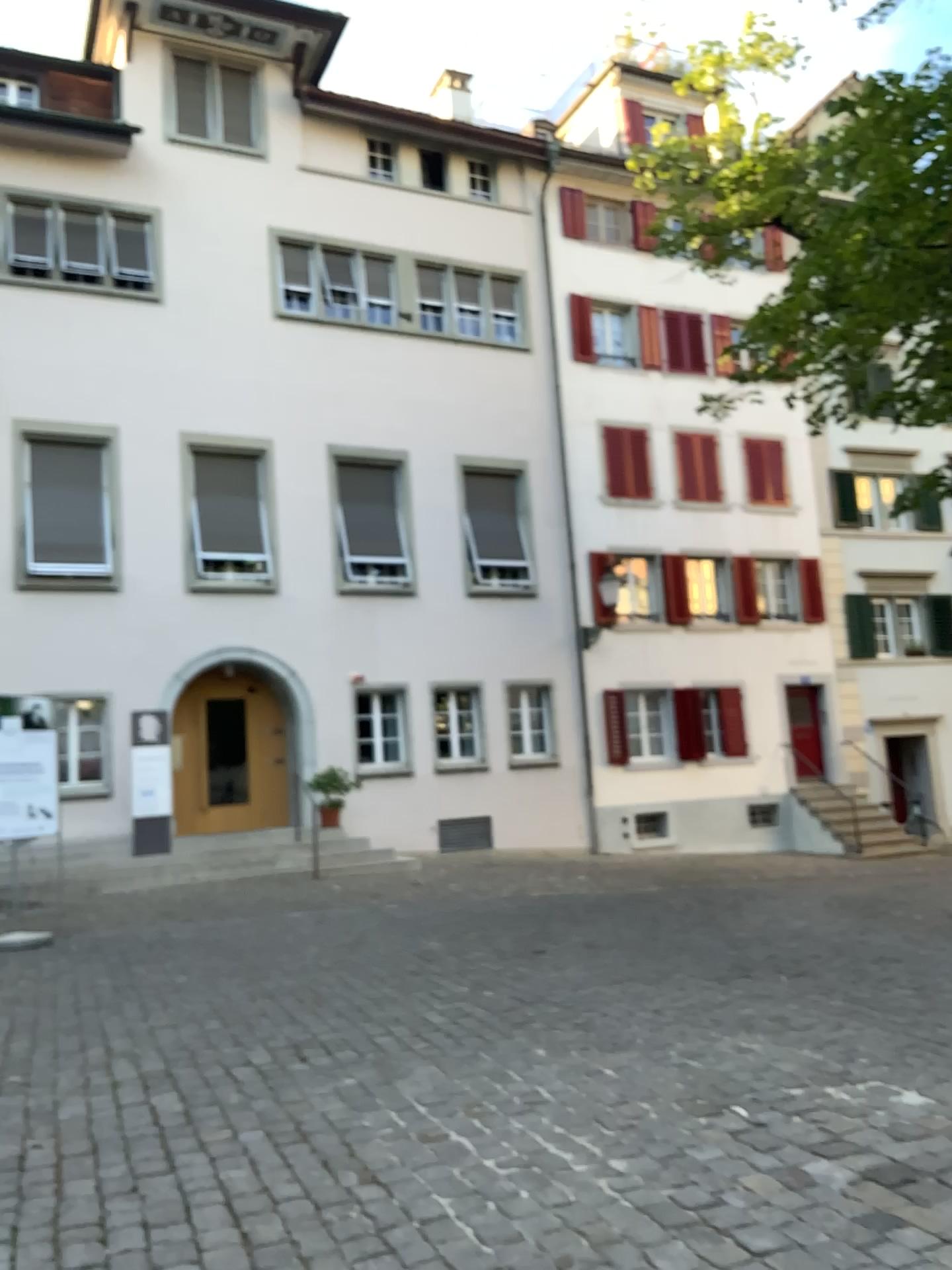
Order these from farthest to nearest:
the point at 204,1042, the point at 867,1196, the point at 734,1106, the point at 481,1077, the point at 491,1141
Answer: the point at 204,1042, the point at 481,1077, the point at 734,1106, the point at 491,1141, the point at 867,1196
